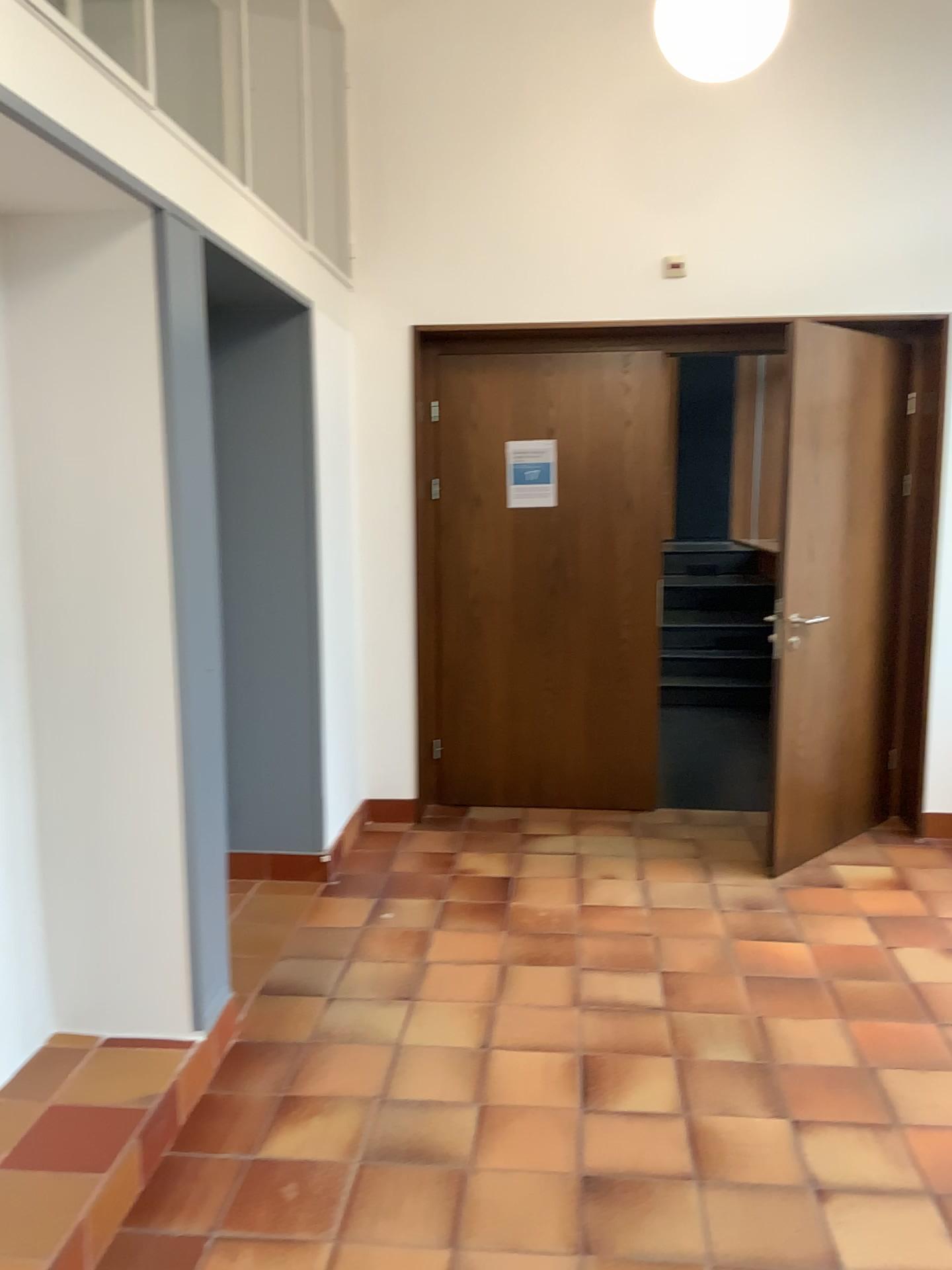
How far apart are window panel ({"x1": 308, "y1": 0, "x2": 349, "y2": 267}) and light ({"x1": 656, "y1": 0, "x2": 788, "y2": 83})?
1.8 meters

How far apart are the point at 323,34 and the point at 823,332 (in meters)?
2.41

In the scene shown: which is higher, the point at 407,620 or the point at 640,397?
the point at 640,397

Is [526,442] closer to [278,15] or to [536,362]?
[536,362]

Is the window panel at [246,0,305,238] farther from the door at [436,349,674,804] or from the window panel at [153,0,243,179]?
the door at [436,349,674,804]

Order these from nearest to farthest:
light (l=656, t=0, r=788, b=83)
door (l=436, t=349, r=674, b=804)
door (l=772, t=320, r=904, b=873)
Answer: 1. light (l=656, t=0, r=788, b=83)
2. door (l=772, t=320, r=904, b=873)
3. door (l=436, t=349, r=674, b=804)

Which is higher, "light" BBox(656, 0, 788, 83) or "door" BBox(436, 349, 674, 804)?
"light" BBox(656, 0, 788, 83)

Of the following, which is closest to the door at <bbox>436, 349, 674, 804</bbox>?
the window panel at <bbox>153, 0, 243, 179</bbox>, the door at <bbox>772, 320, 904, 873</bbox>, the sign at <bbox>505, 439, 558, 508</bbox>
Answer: the sign at <bbox>505, 439, 558, 508</bbox>

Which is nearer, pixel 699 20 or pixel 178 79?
pixel 699 20

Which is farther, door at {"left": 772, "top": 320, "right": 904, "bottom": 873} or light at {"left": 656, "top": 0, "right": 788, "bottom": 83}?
door at {"left": 772, "top": 320, "right": 904, "bottom": 873}
